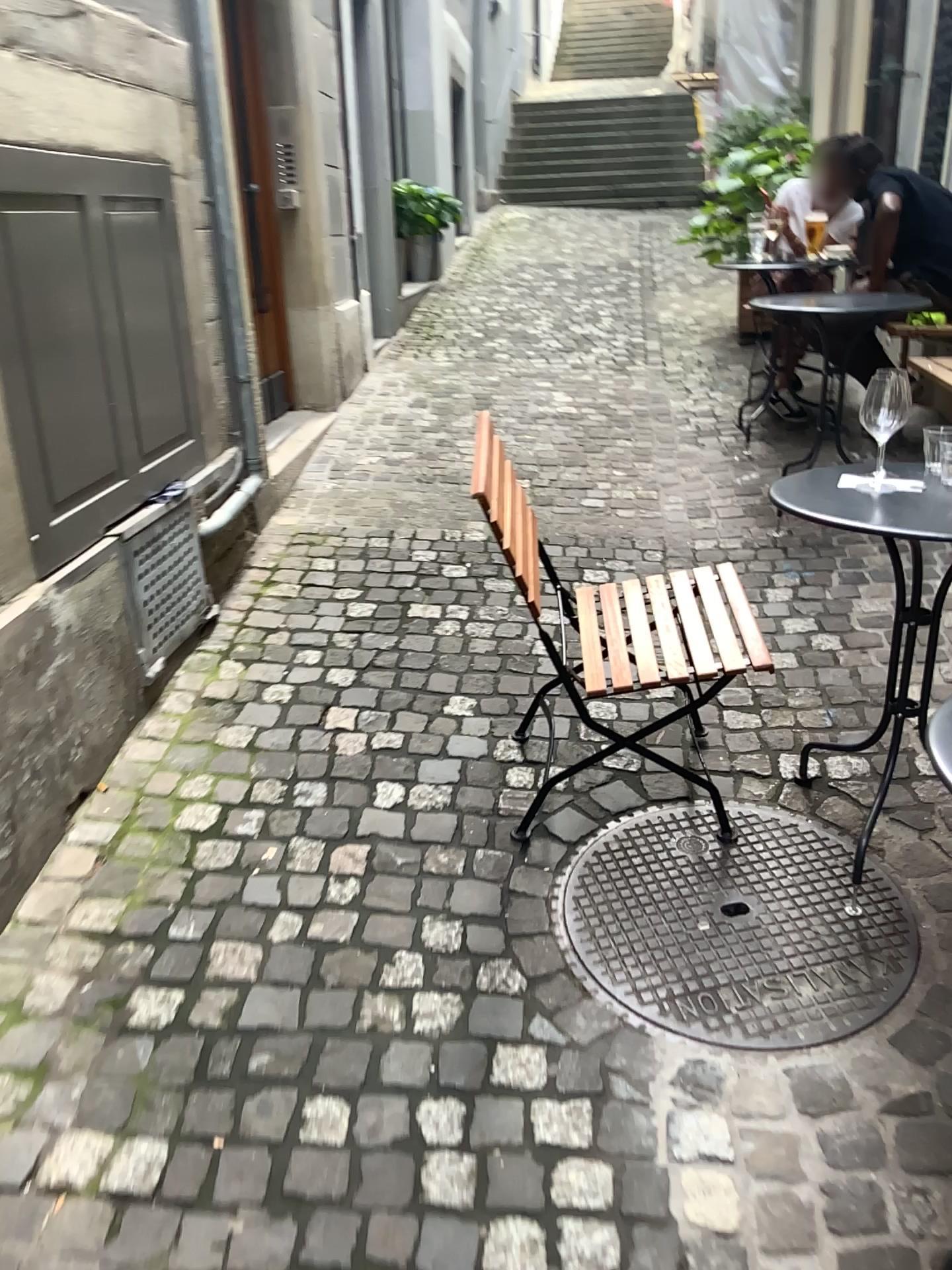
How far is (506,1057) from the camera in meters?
1.8 m

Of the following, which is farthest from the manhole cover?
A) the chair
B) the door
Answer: the door

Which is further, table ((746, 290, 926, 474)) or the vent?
table ((746, 290, 926, 474))

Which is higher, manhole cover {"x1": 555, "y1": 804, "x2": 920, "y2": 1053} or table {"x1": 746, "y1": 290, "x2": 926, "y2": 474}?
table {"x1": 746, "y1": 290, "x2": 926, "y2": 474}

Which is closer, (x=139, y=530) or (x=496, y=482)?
(x=496, y=482)

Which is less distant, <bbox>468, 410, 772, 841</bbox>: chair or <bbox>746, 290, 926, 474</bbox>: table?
<bbox>468, 410, 772, 841</bbox>: chair

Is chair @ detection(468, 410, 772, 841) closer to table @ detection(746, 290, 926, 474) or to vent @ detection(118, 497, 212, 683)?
vent @ detection(118, 497, 212, 683)

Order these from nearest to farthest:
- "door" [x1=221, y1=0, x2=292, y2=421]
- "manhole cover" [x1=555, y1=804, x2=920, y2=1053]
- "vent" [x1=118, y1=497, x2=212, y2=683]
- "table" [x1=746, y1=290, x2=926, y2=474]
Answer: → 1. "manhole cover" [x1=555, y1=804, x2=920, y2=1053]
2. "vent" [x1=118, y1=497, x2=212, y2=683]
3. "table" [x1=746, y1=290, x2=926, y2=474]
4. "door" [x1=221, y1=0, x2=292, y2=421]

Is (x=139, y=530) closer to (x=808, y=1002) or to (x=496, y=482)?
(x=496, y=482)

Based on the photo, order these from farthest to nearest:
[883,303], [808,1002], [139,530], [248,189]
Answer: [248,189] < [883,303] < [139,530] < [808,1002]
